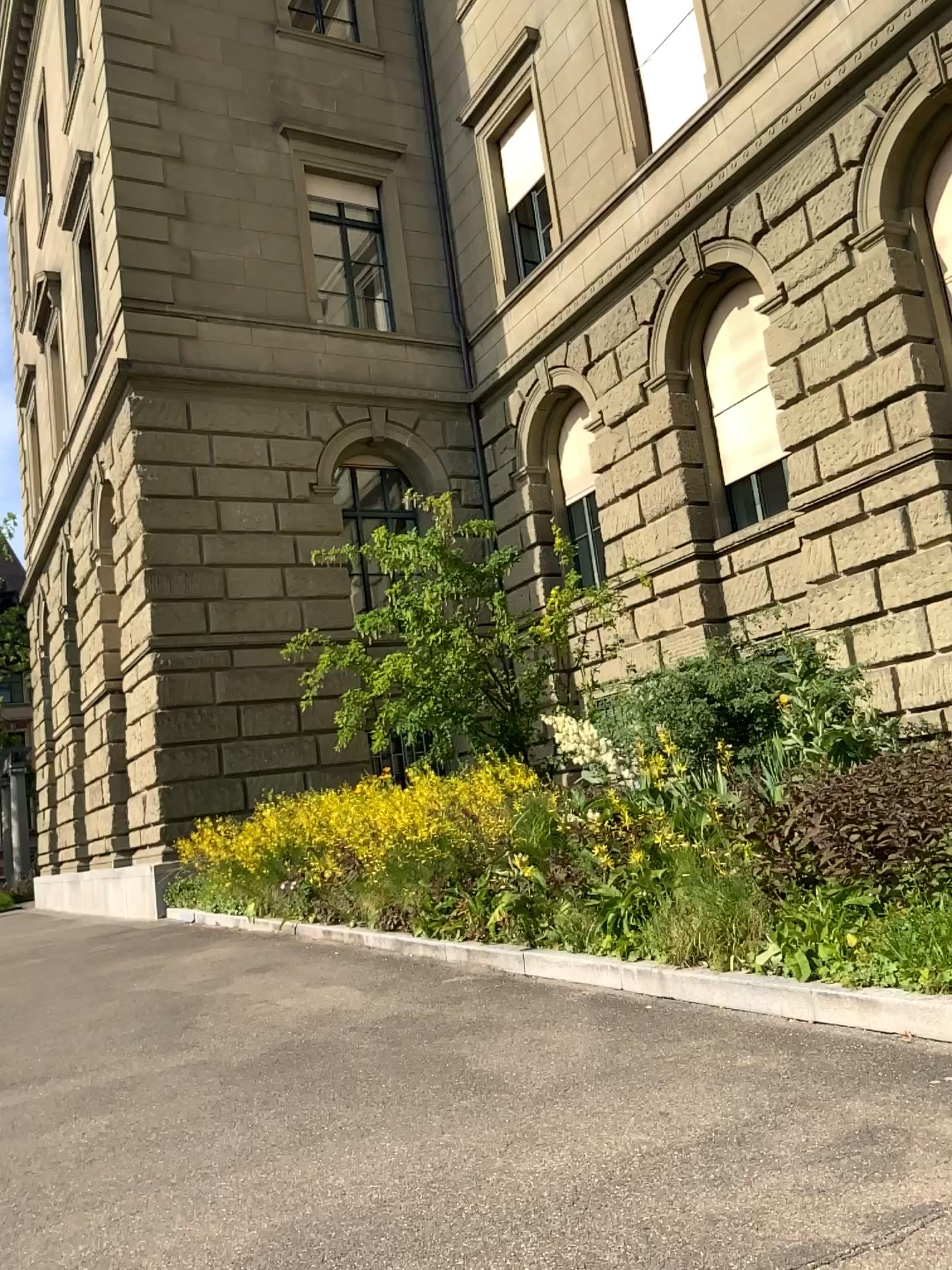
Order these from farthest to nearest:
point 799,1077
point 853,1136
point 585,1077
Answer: point 585,1077 < point 799,1077 < point 853,1136
